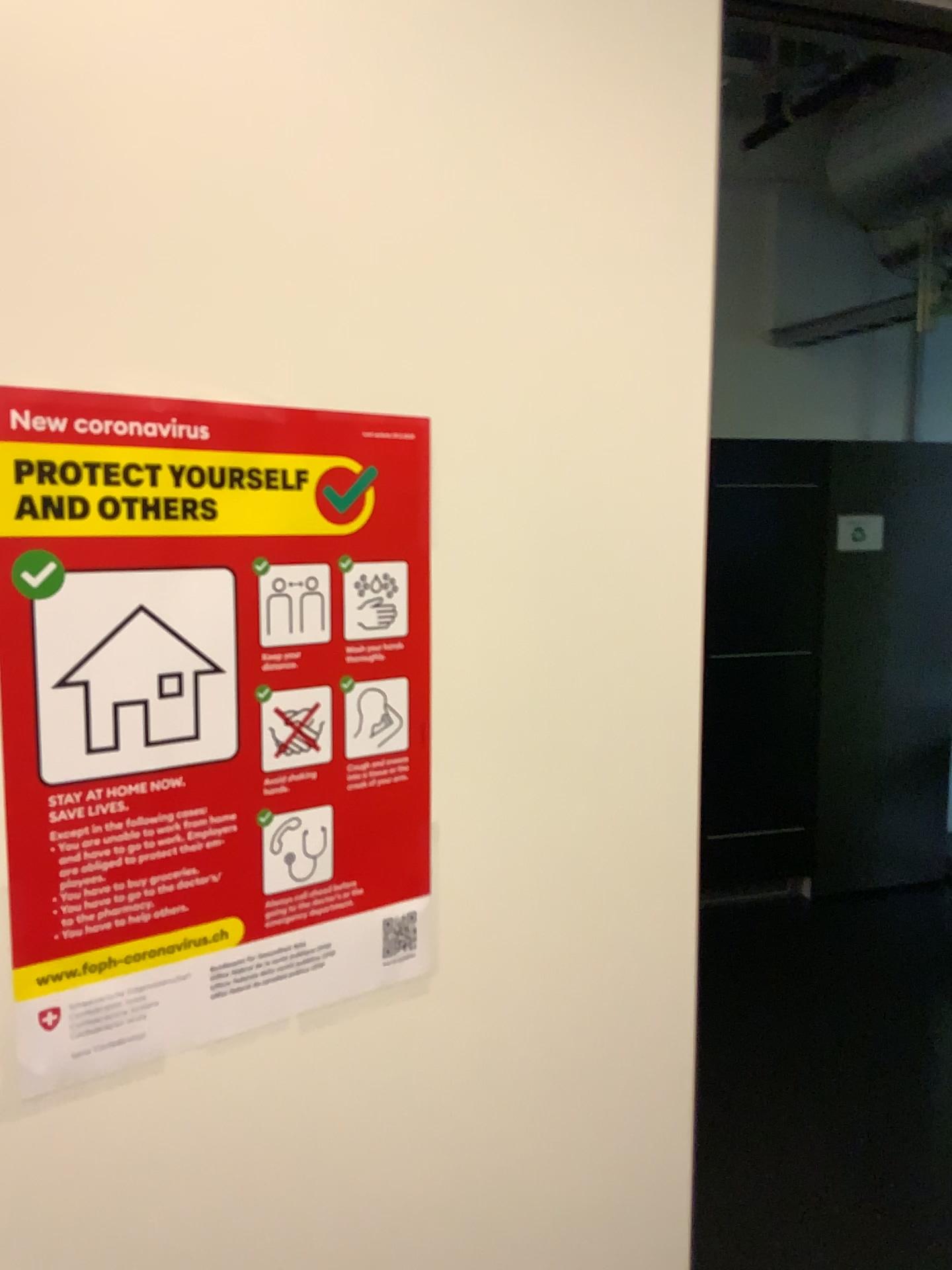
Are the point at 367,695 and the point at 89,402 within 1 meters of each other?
yes

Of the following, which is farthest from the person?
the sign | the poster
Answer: the sign

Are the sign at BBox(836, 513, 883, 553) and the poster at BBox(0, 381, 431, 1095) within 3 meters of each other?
no

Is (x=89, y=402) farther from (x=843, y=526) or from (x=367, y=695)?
(x=843, y=526)

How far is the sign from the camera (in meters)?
4.28

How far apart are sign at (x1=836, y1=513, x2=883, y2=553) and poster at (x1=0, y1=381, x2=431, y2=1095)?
3.8 meters

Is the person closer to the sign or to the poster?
the poster

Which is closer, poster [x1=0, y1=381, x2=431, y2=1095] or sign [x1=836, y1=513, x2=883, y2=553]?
poster [x1=0, y1=381, x2=431, y2=1095]

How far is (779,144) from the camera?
3.9 meters

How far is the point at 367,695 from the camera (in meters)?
0.74
